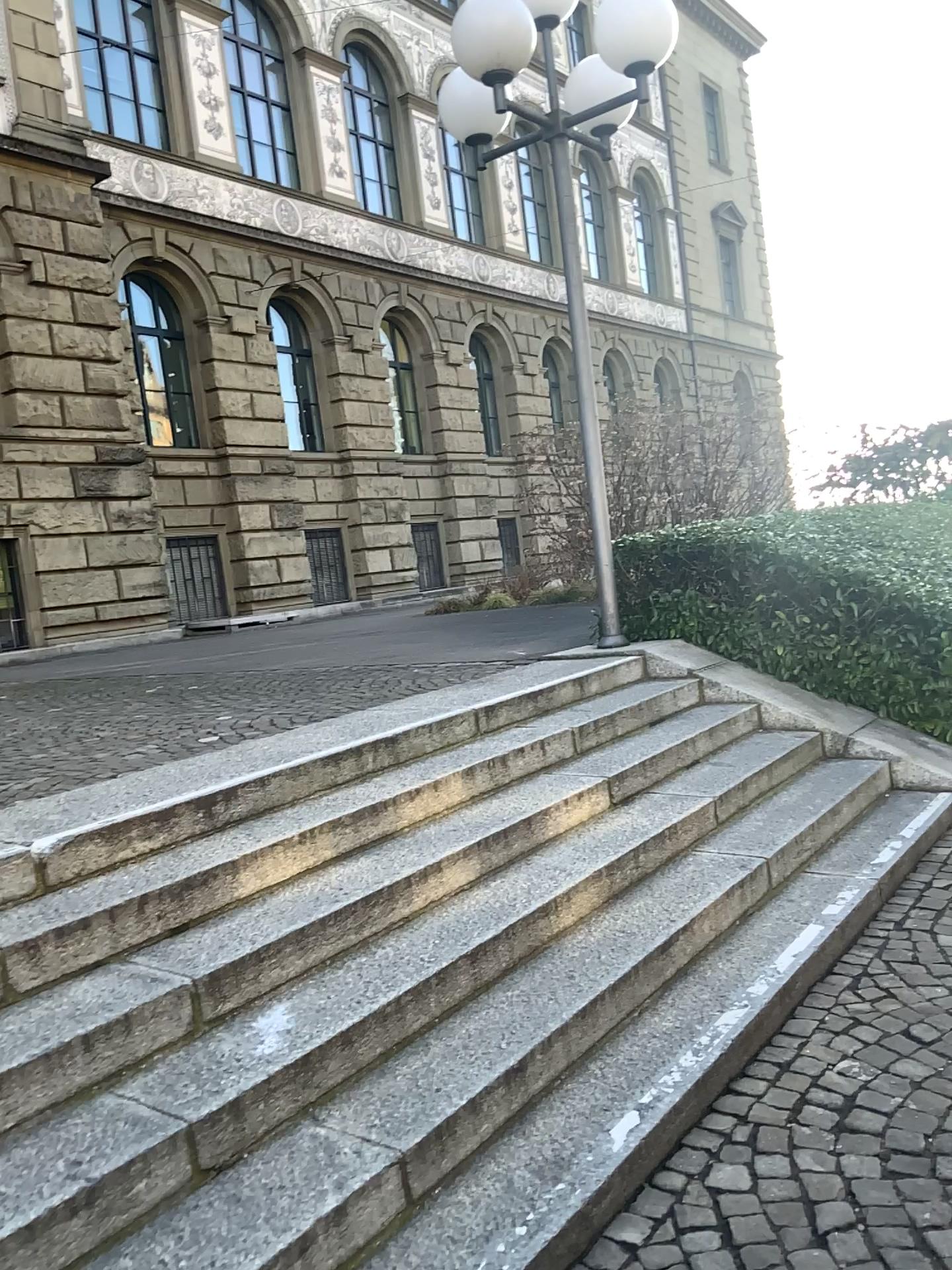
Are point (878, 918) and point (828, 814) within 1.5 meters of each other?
yes
